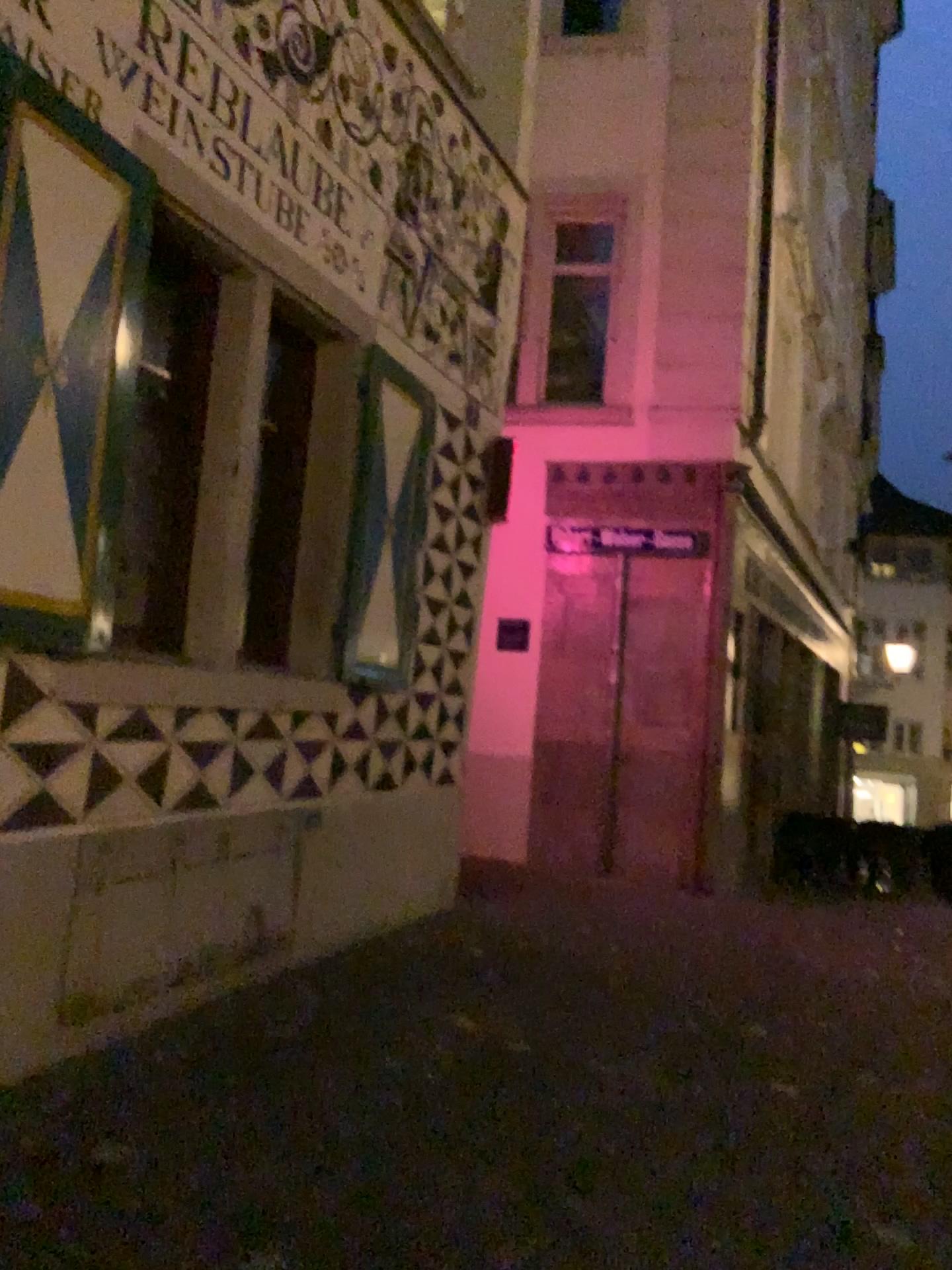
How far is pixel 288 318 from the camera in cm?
463

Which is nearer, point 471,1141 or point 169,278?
point 471,1141

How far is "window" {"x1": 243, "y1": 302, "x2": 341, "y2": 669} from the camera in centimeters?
463cm

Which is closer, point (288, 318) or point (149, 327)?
point (149, 327)

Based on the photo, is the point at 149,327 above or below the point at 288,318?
below

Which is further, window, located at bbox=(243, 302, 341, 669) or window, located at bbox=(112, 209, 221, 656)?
window, located at bbox=(243, 302, 341, 669)
